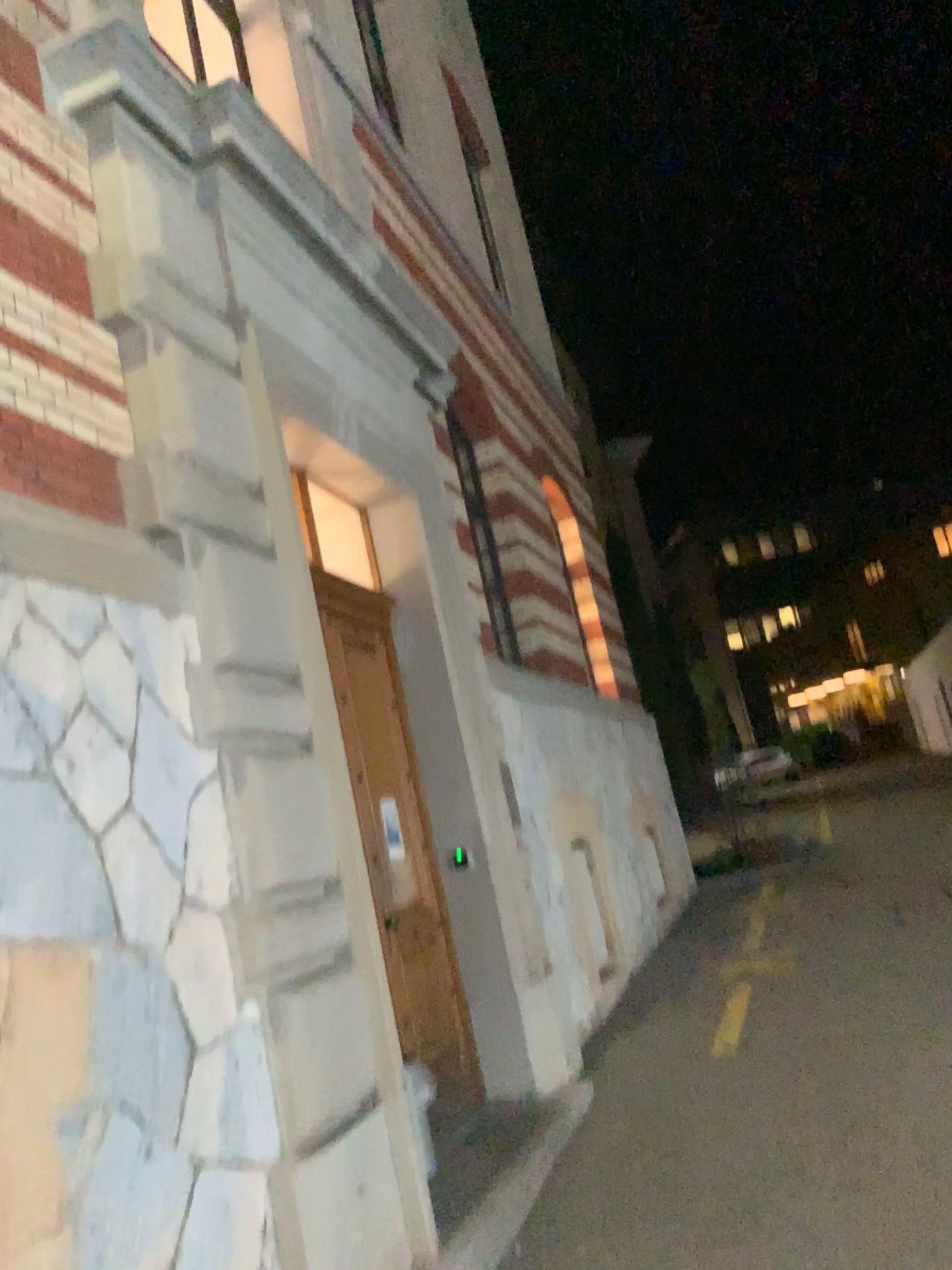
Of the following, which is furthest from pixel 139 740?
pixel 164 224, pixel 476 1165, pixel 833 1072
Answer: pixel 833 1072
